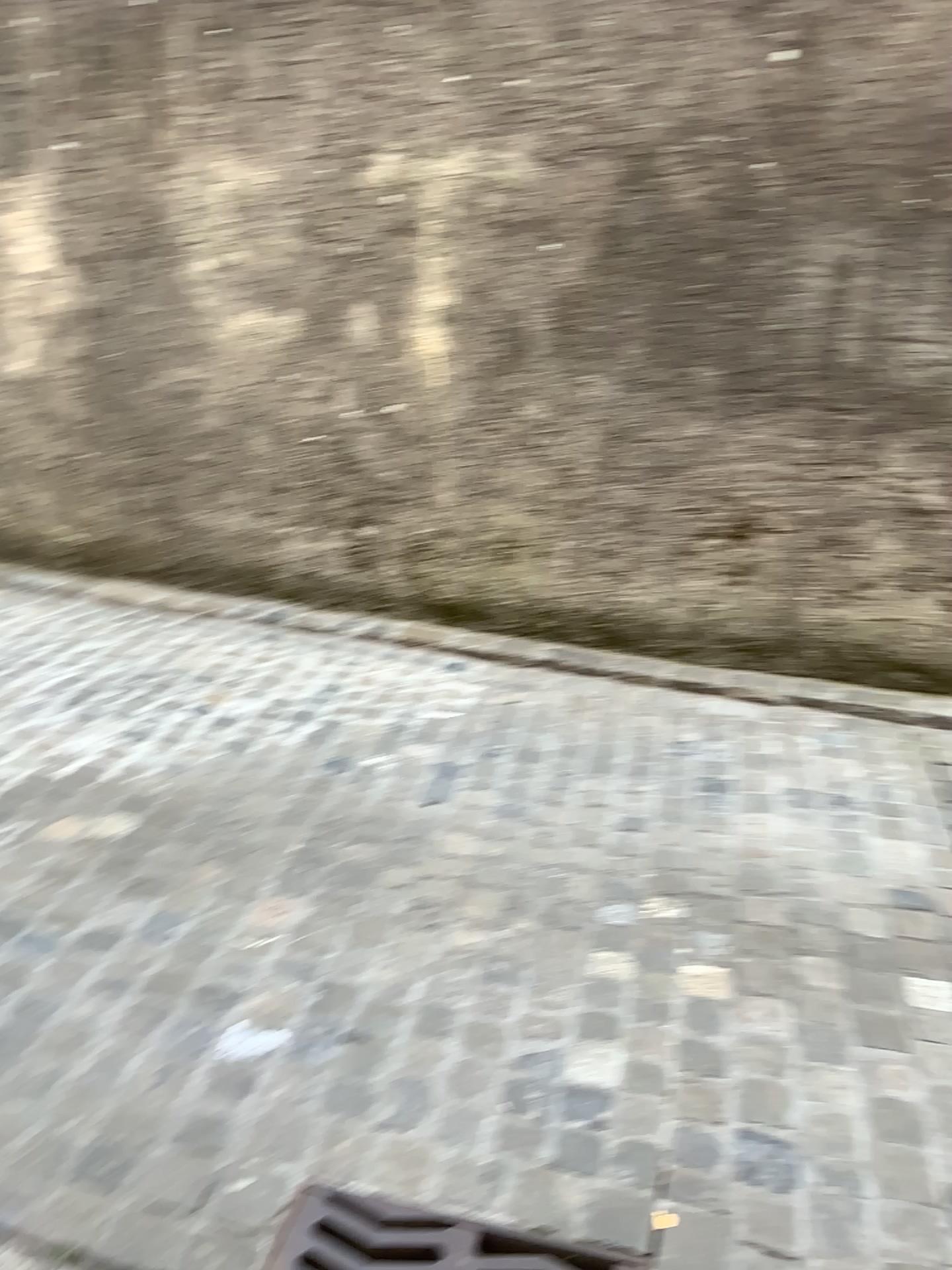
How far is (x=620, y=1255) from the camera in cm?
150

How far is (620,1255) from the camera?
1.50m

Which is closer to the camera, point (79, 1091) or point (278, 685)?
A: point (79, 1091)

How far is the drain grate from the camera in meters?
1.5 m

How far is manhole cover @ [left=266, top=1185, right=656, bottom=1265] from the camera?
1.50m
